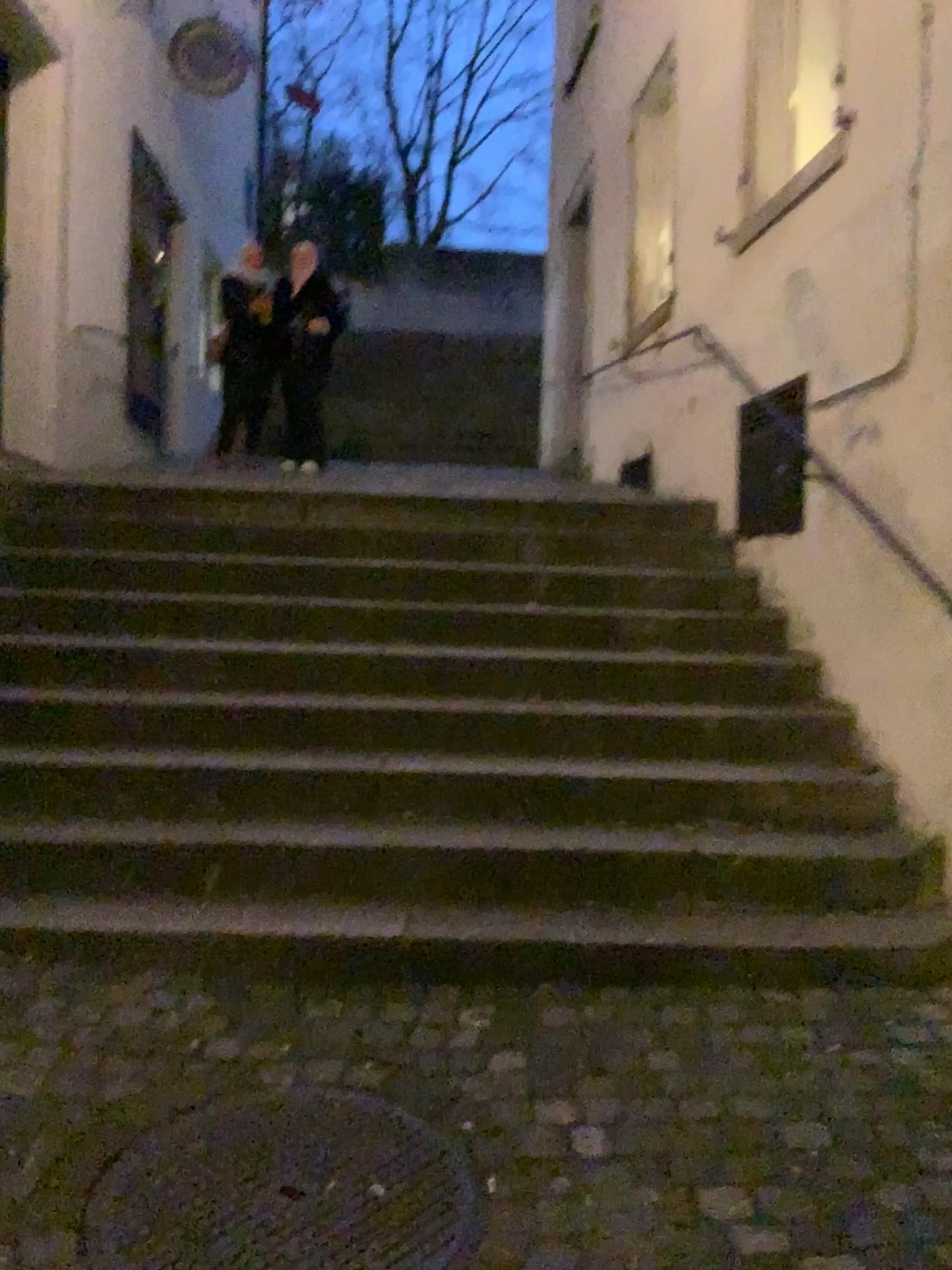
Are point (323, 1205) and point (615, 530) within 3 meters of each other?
no

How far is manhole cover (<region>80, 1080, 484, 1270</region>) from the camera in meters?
1.8

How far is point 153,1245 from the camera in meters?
1.8
